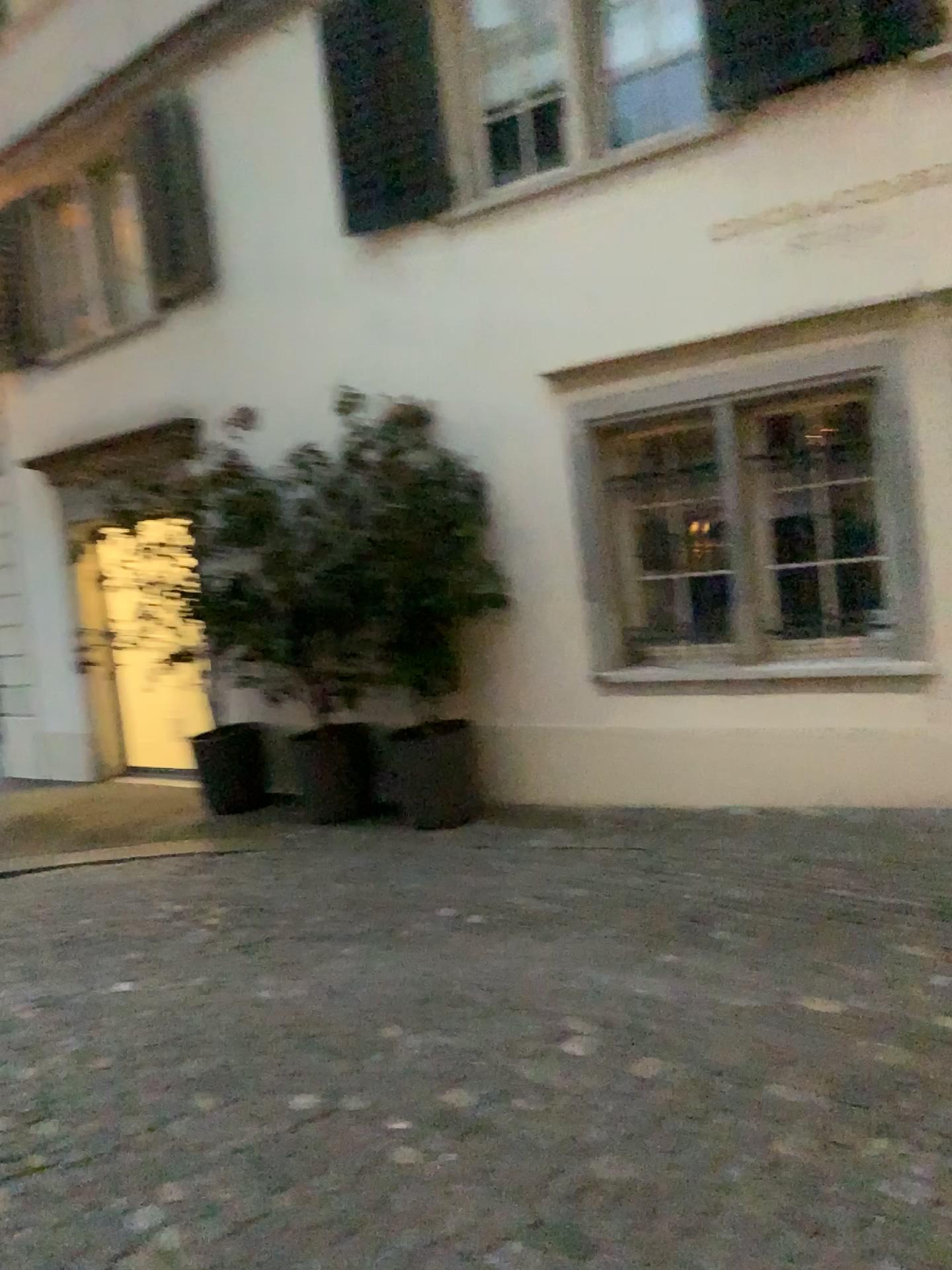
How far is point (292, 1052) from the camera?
3.2 meters
